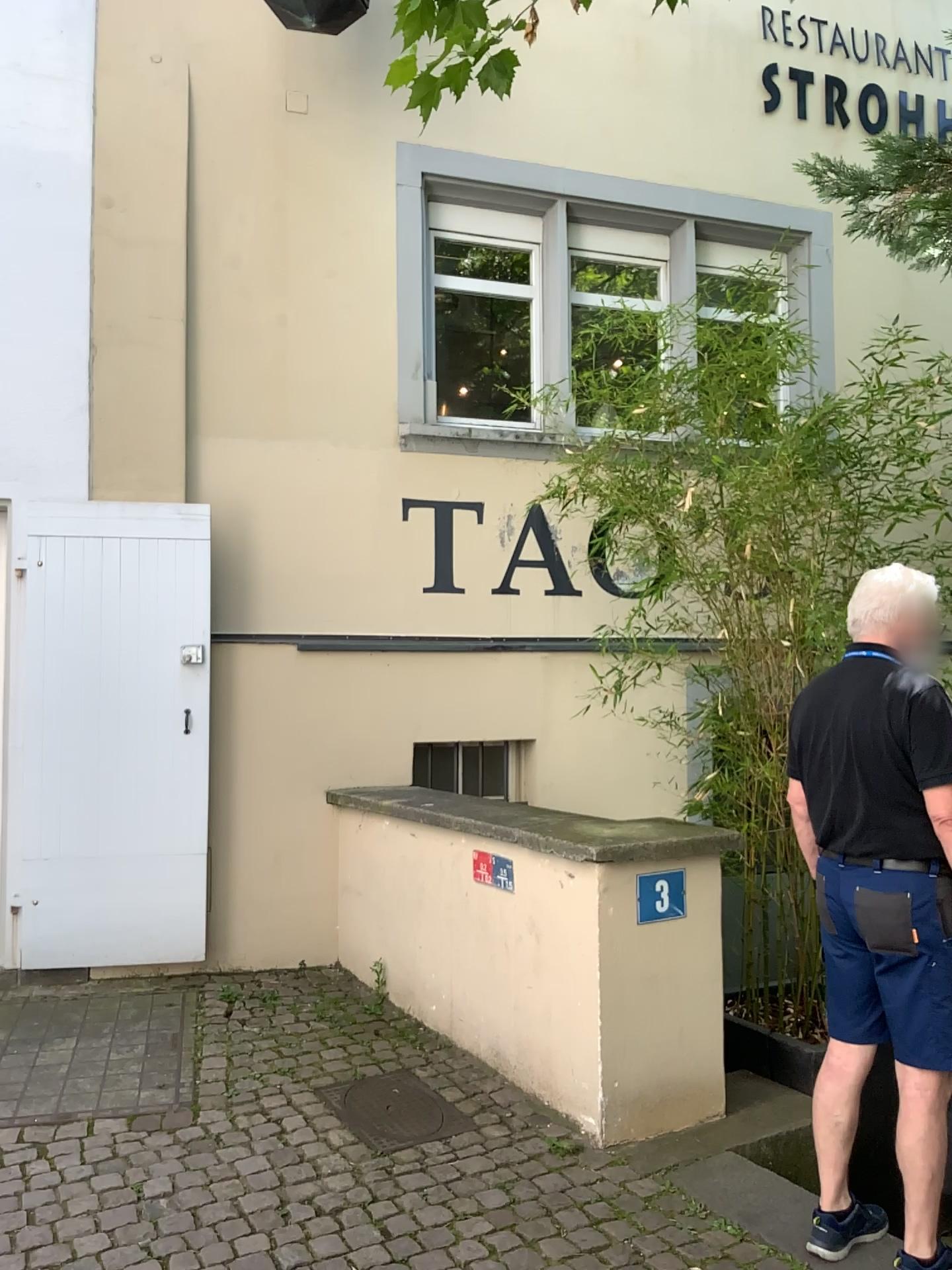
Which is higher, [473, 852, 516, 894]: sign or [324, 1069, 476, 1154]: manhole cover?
[473, 852, 516, 894]: sign

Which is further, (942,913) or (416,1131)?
(416,1131)

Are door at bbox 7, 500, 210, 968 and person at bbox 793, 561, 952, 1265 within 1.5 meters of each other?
no

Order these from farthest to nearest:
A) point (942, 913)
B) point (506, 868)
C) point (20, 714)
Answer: point (20, 714) → point (506, 868) → point (942, 913)

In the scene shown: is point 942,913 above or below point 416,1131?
above

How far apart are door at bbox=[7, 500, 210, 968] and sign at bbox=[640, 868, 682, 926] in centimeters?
220cm

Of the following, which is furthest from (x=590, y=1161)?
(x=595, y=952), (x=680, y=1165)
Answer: (x=595, y=952)

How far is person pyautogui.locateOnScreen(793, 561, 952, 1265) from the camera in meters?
2.5 m

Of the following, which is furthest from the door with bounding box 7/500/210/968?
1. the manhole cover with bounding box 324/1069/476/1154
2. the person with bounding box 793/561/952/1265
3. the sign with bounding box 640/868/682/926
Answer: the person with bounding box 793/561/952/1265

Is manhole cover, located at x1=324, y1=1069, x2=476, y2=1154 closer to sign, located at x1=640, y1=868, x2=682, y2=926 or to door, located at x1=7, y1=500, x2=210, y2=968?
sign, located at x1=640, y1=868, x2=682, y2=926
